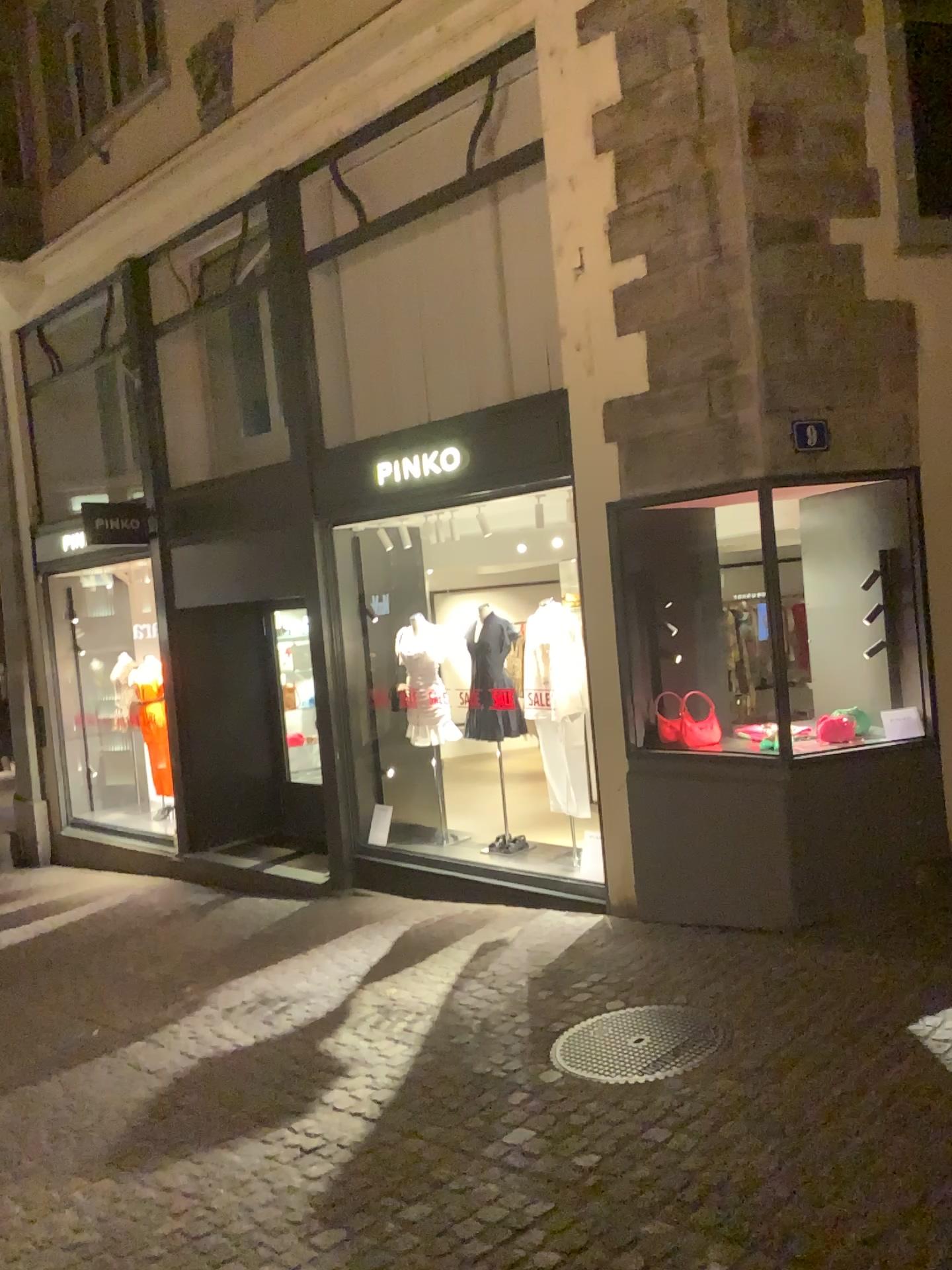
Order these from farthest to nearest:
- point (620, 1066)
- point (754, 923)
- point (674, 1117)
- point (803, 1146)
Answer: point (754, 923), point (620, 1066), point (674, 1117), point (803, 1146)
